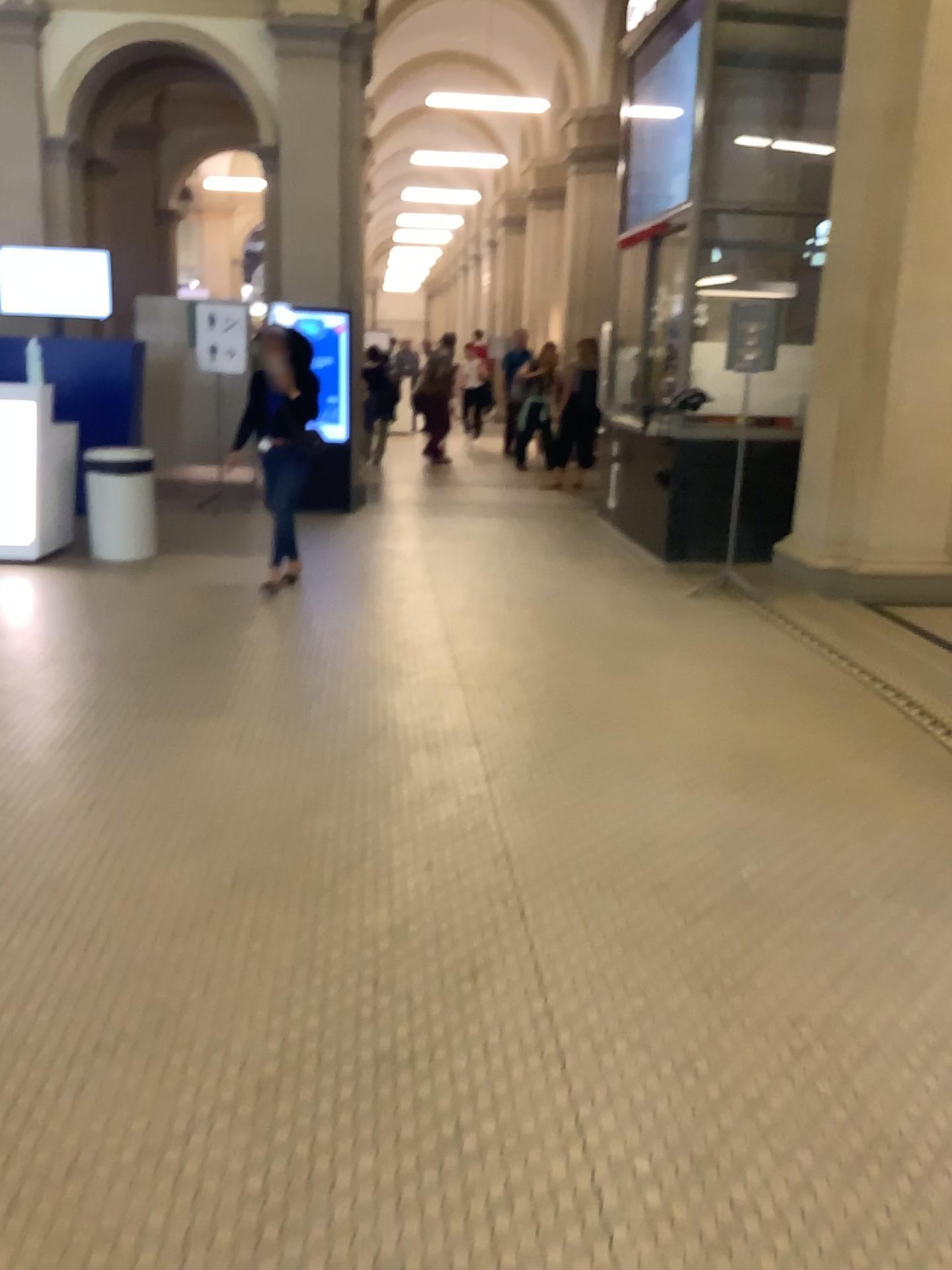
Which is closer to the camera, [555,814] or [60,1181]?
[60,1181]
